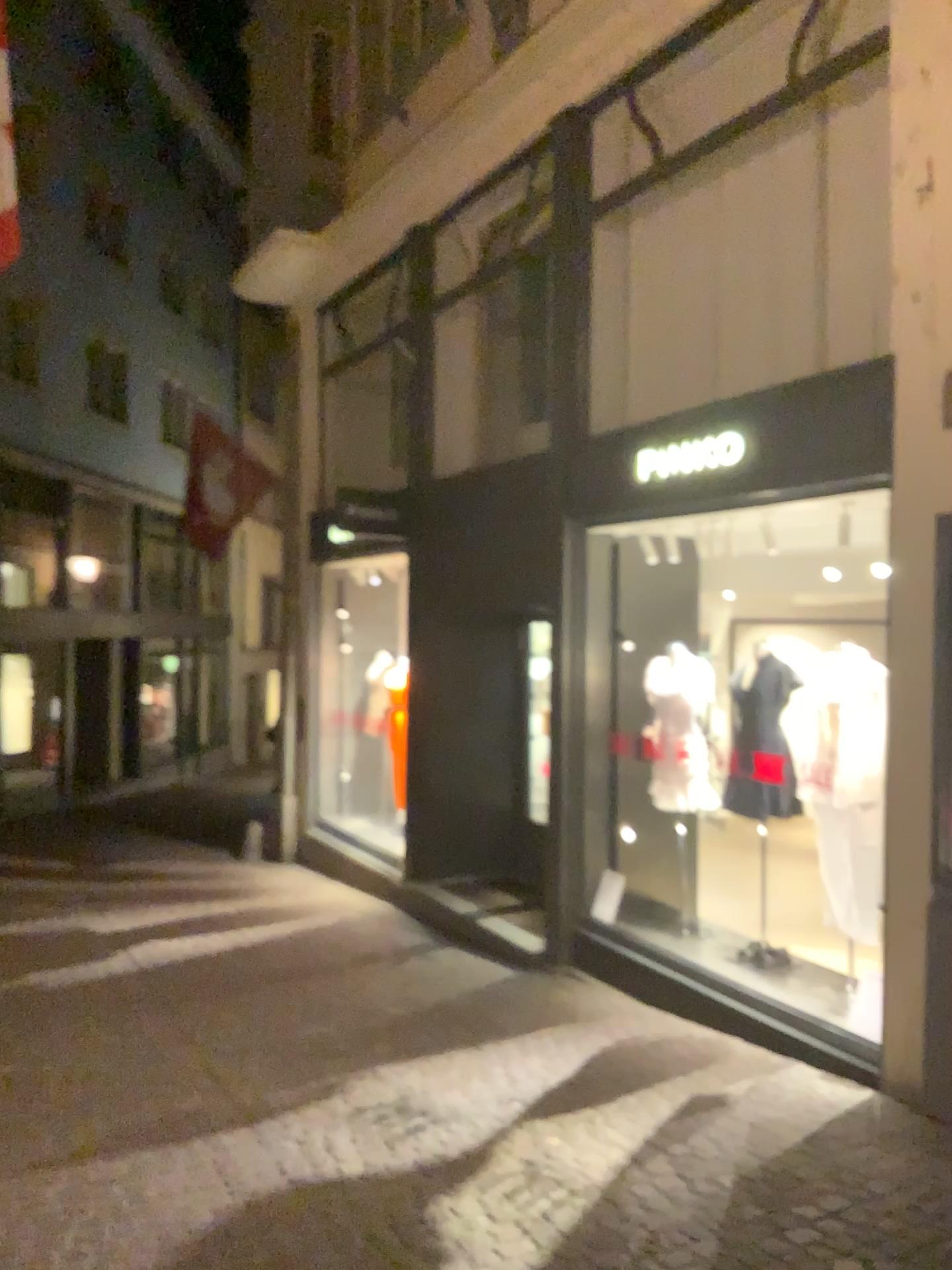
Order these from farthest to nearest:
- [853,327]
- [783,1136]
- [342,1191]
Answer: [853,327] < [783,1136] < [342,1191]
